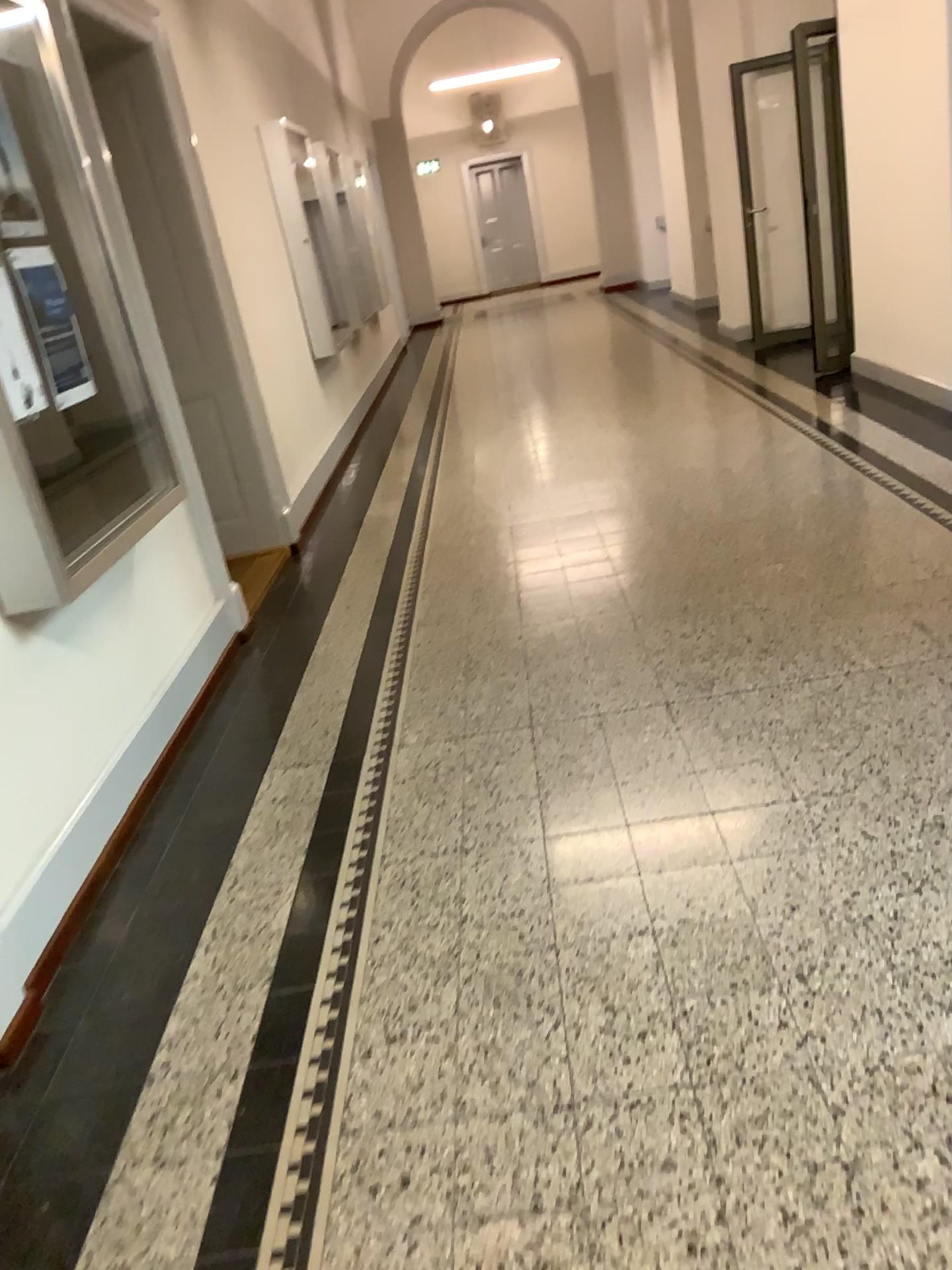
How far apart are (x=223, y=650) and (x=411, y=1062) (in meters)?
2.49
